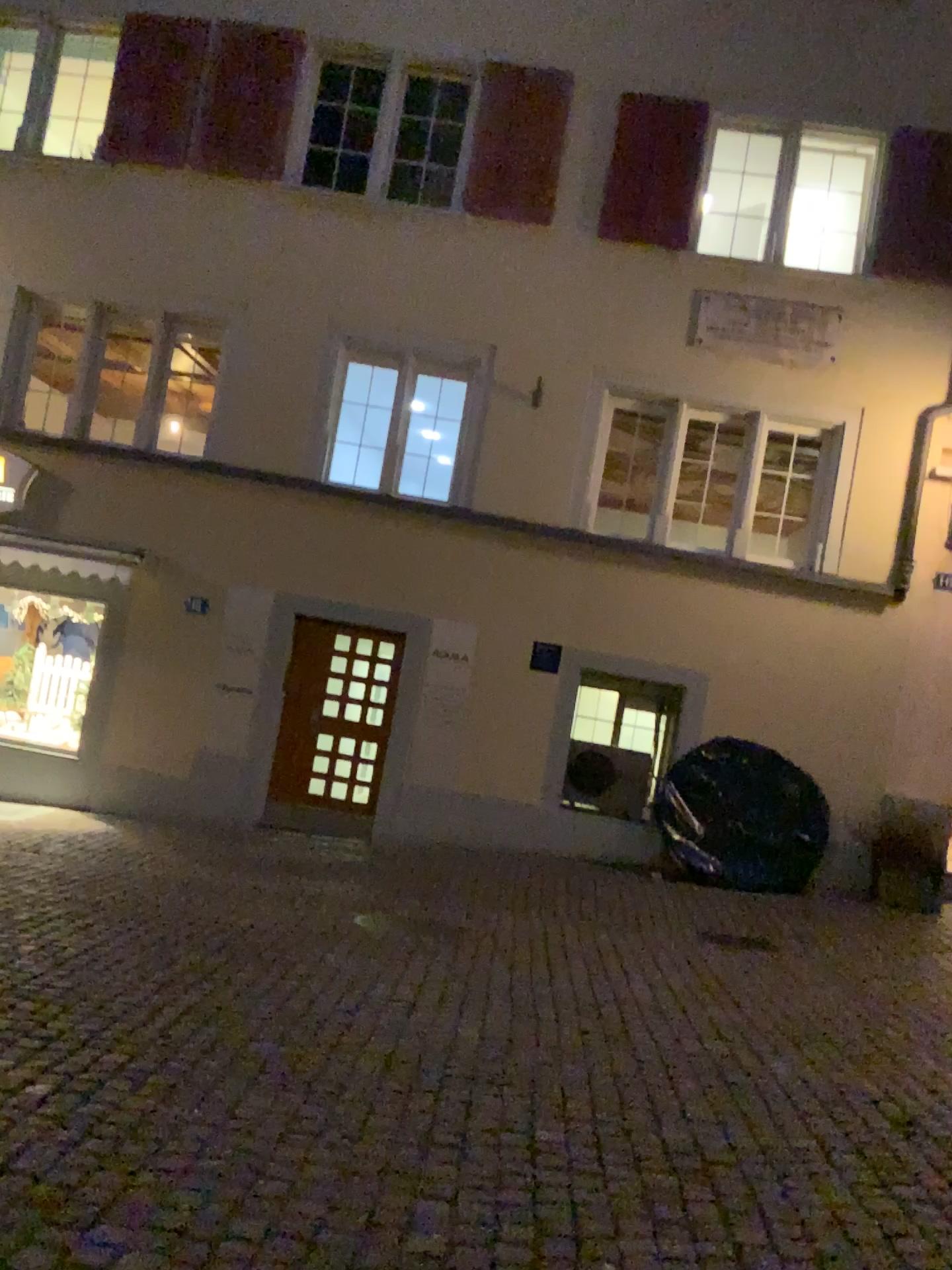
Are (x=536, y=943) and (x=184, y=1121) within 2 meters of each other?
no
